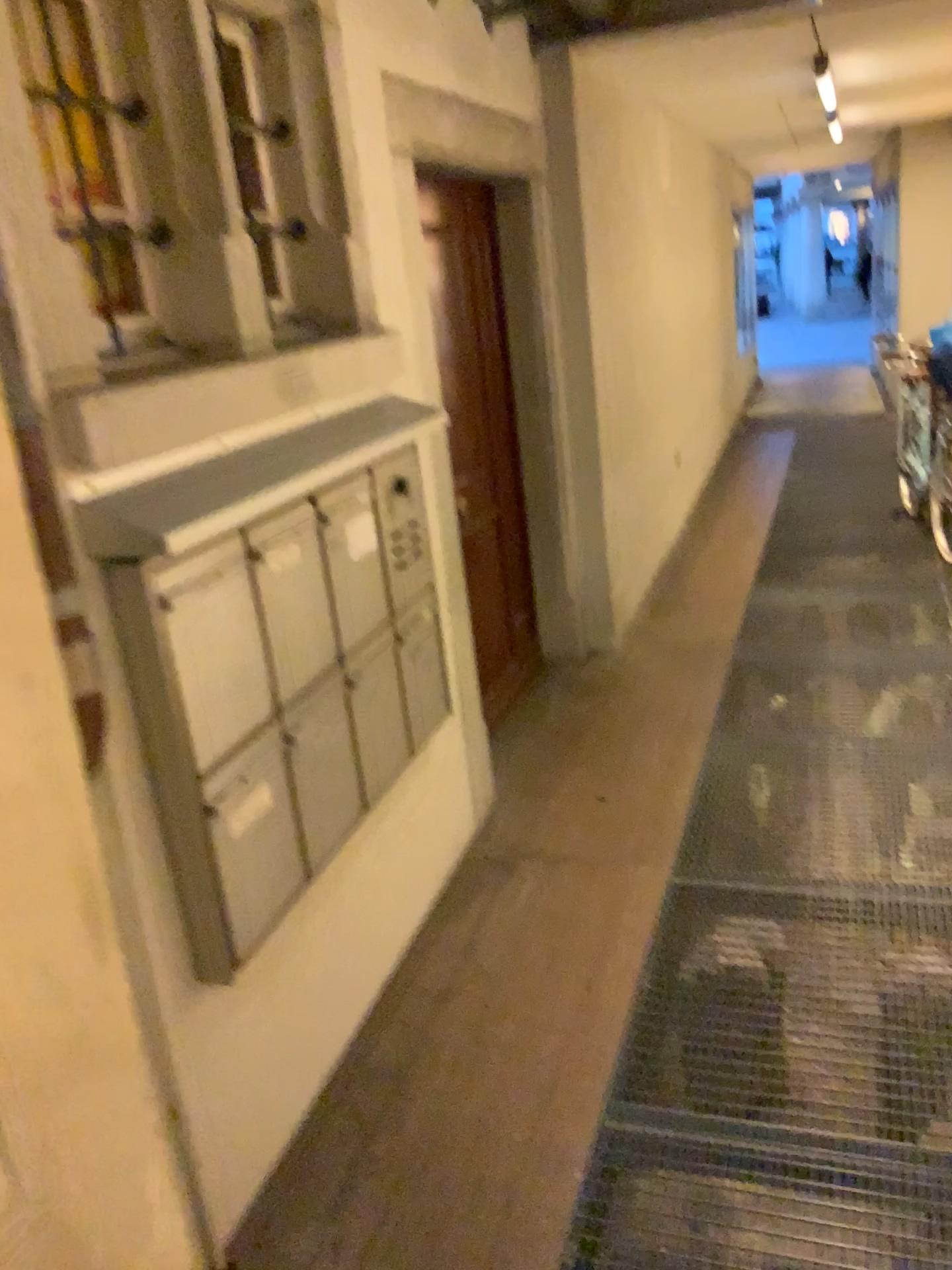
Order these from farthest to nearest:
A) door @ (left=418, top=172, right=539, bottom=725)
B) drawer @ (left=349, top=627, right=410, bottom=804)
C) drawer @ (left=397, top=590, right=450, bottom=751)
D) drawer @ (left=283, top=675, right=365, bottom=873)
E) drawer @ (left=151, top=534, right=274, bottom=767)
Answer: door @ (left=418, top=172, right=539, bottom=725), drawer @ (left=397, top=590, right=450, bottom=751), drawer @ (left=349, top=627, right=410, bottom=804), drawer @ (left=283, top=675, right=365, bottom=873), drawer @ (left=151, top=534, right=274, bottom=767)

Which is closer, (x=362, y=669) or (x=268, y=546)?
(x=268, y=546)

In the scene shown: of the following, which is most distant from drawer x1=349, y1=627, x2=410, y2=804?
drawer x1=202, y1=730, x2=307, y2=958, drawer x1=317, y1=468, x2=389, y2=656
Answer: drawer x1=202, y1=730, x2=307, y2=958

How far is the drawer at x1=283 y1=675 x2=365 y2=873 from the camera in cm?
222

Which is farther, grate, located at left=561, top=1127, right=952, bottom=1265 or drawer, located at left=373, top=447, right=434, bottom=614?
drawer, located at left=373, top=447, right=434, bottom=614

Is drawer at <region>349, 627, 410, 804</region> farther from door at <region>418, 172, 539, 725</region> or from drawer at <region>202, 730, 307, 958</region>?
door at <region>418, 172, 539, 725</region>

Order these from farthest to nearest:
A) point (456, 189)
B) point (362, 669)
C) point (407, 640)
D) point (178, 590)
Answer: point (456, 189)
point (407, 640)
point (362, 669)
point (178, 590)

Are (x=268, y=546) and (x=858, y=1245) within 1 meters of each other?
no

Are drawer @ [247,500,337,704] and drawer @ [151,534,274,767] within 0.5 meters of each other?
yes

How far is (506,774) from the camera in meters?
3.9
